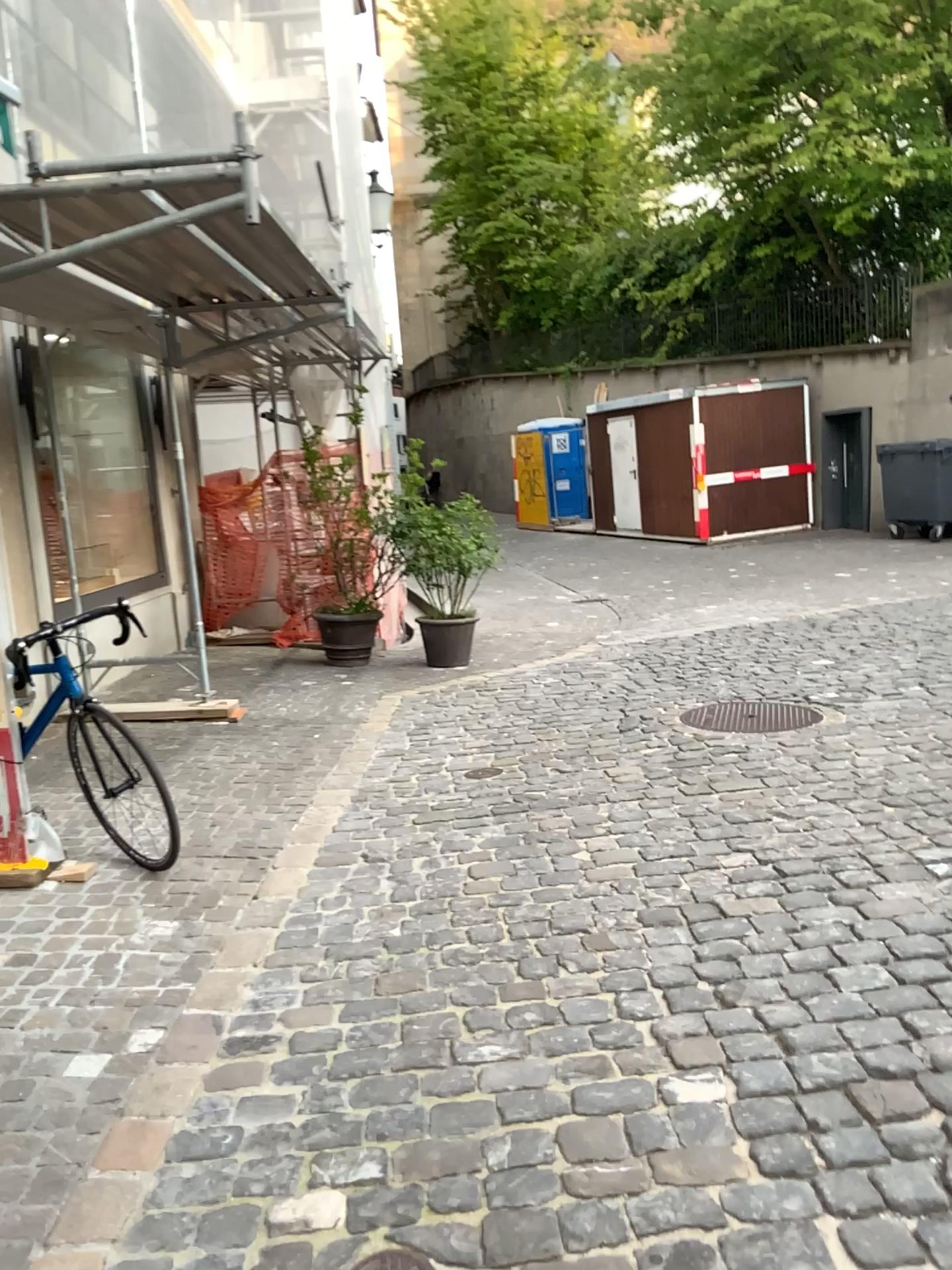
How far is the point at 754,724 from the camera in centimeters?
530cm

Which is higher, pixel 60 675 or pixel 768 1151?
pixel 60 675

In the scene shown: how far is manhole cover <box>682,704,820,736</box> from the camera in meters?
5.3
